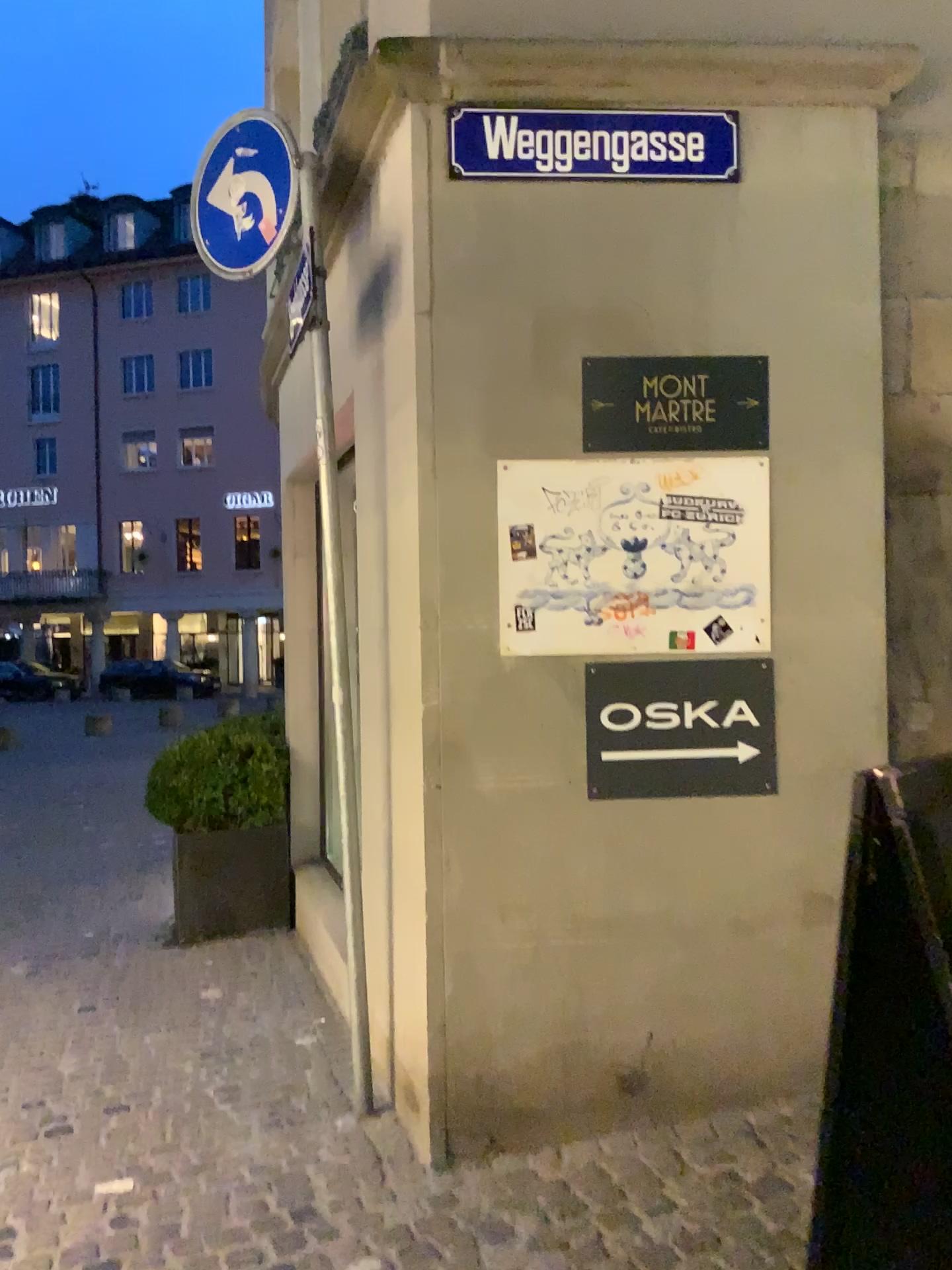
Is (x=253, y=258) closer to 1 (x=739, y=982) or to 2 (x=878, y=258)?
2 (x=878, y=258)

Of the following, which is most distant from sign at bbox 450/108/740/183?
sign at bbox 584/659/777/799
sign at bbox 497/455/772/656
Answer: sign at bbox 584/659/777/799

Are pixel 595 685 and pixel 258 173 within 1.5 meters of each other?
no

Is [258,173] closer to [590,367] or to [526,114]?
[526,114]

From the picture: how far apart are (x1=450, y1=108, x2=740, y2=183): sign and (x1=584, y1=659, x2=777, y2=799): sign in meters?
1.4

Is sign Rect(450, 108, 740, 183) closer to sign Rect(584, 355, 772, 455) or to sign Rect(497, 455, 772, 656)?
sign Rect(584, 355, 772, 455)

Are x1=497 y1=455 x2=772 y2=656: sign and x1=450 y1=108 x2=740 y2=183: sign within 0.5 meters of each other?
no

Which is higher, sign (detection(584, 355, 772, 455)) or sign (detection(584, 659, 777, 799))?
sign (detection(584, 355, 772, 455))

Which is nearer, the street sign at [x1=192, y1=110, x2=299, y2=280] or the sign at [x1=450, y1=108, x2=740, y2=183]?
the sign at [x1=450, y1=108, x2=740, y2=183]

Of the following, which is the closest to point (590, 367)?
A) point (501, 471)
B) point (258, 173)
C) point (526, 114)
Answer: point (501, 471)
